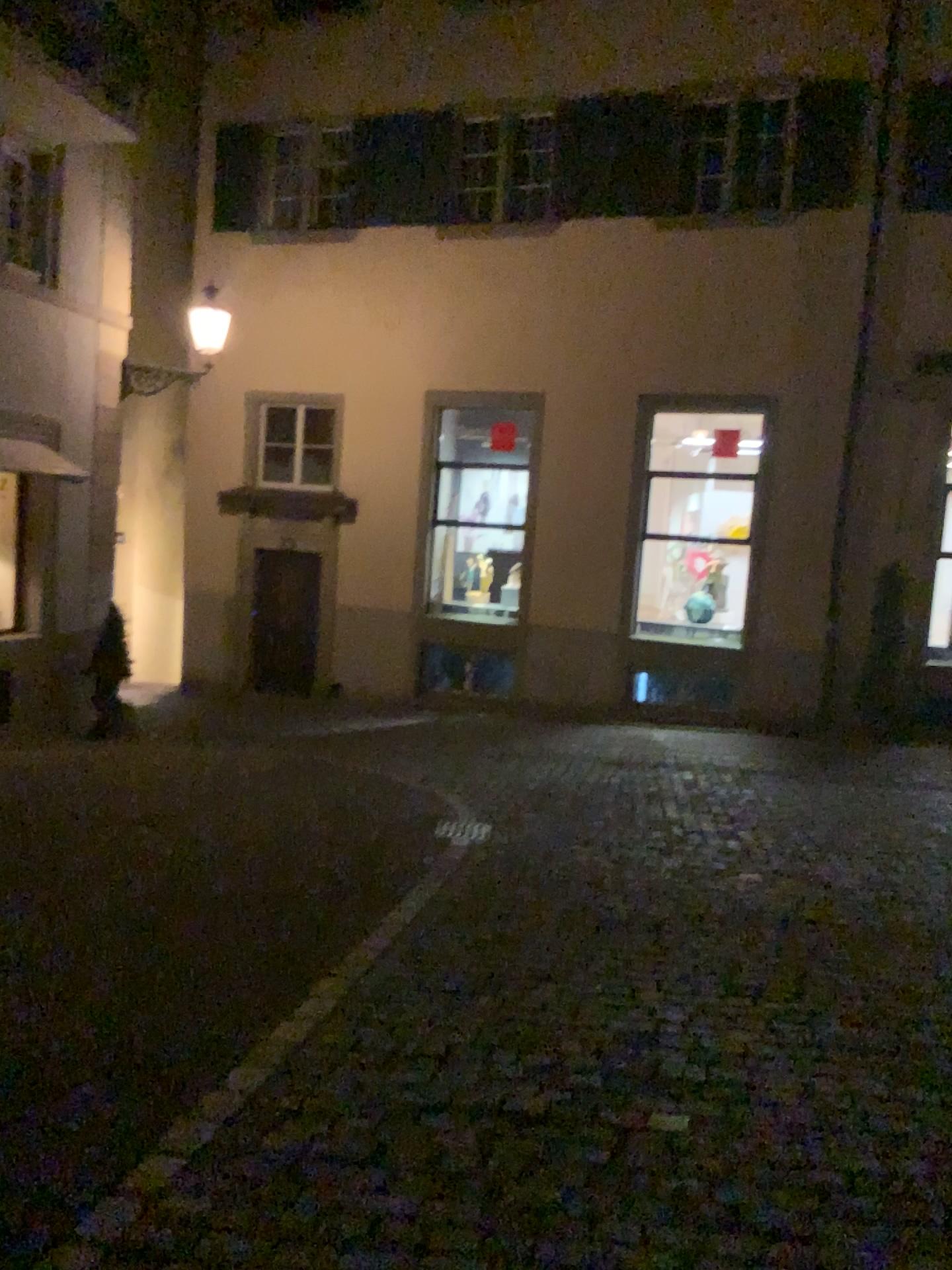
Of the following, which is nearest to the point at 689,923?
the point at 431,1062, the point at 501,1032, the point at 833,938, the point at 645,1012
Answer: the point at 833,938
